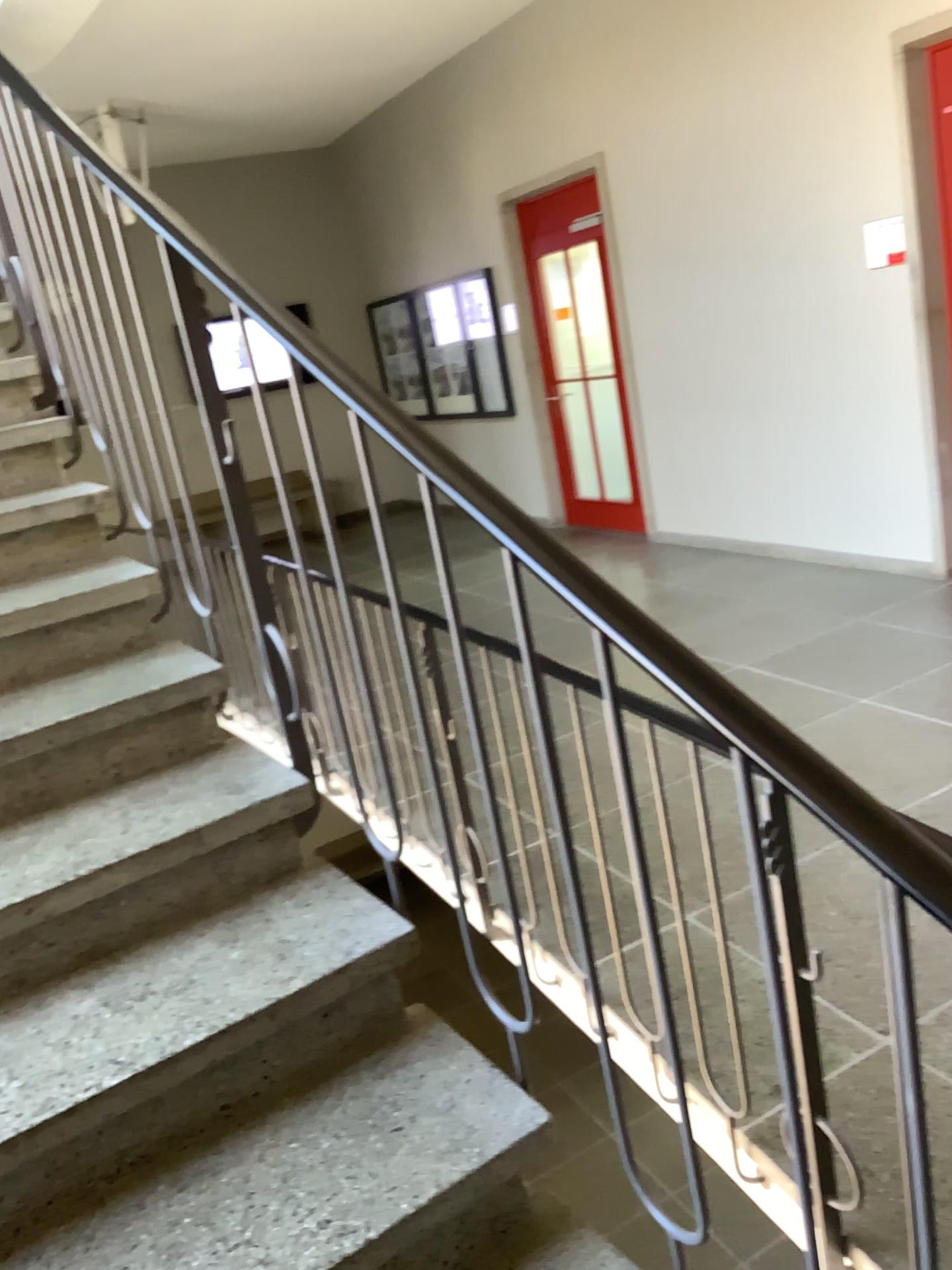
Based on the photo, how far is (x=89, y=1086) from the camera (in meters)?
1.37

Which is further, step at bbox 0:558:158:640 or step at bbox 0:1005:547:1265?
step at bbox 0:558:158:640

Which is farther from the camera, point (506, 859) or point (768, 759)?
point (506, 859)

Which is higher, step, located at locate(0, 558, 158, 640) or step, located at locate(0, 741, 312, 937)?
step, located at locate(0, 558, 158, 640)

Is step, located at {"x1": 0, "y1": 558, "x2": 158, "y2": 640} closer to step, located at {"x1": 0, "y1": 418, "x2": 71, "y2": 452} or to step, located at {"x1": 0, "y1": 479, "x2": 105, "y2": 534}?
step, located at {"x1": 0, "y1": 479, "x2": 105, "y2": 534}

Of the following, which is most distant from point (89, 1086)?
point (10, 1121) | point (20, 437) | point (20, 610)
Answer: point (20, 437)

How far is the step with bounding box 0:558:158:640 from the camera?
2.13m

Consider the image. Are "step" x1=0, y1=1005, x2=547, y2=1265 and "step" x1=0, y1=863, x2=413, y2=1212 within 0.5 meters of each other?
yes

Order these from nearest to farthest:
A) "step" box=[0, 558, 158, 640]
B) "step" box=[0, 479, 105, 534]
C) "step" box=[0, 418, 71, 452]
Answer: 1. "step" box=[0, 558, 158, 640]
2. "step" box=[0, 479, 105, 534]
3. "step" box=[0, 418, 71, 452]

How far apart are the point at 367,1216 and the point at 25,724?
1.0m
